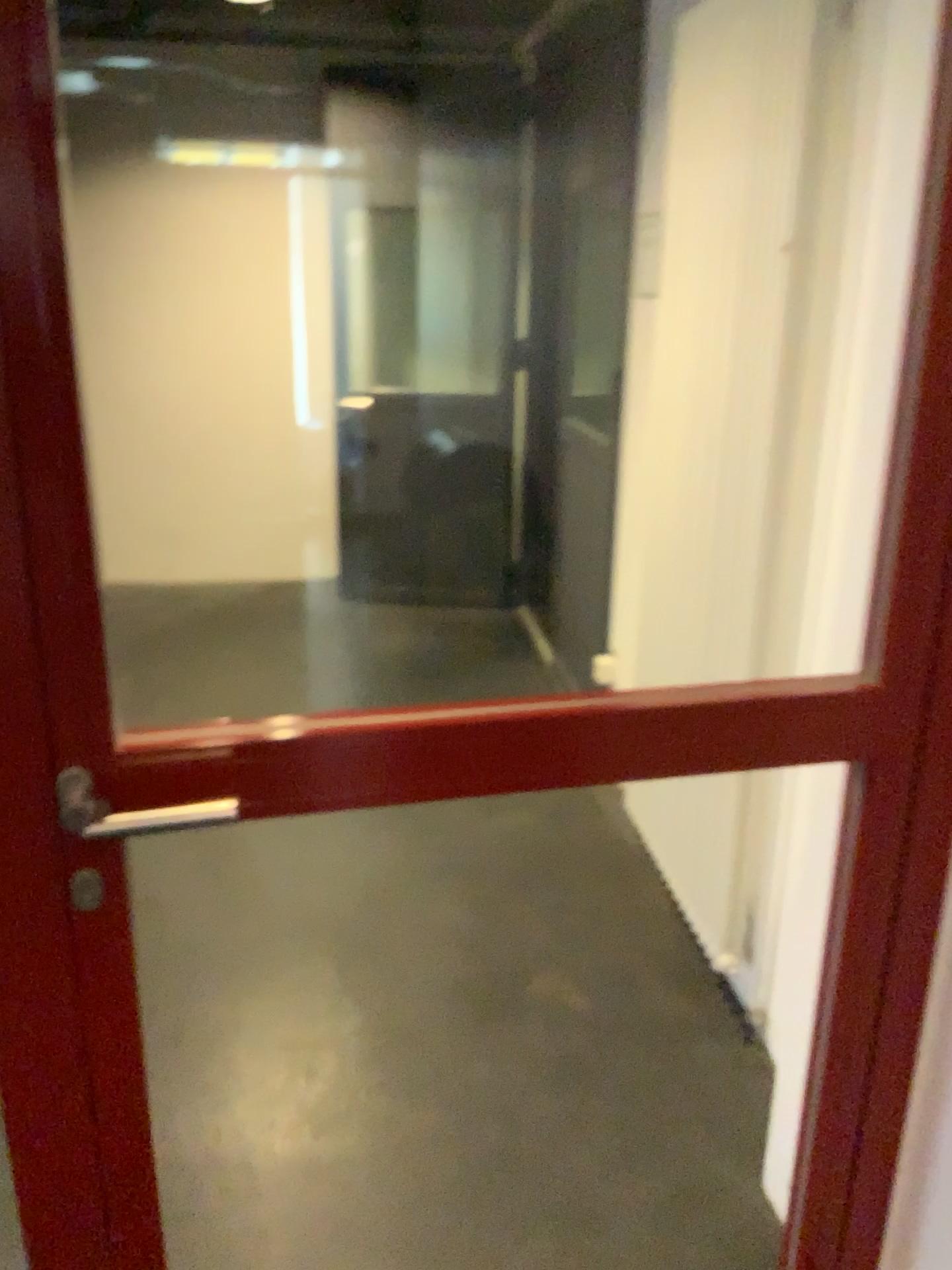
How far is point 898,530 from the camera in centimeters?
122cm
